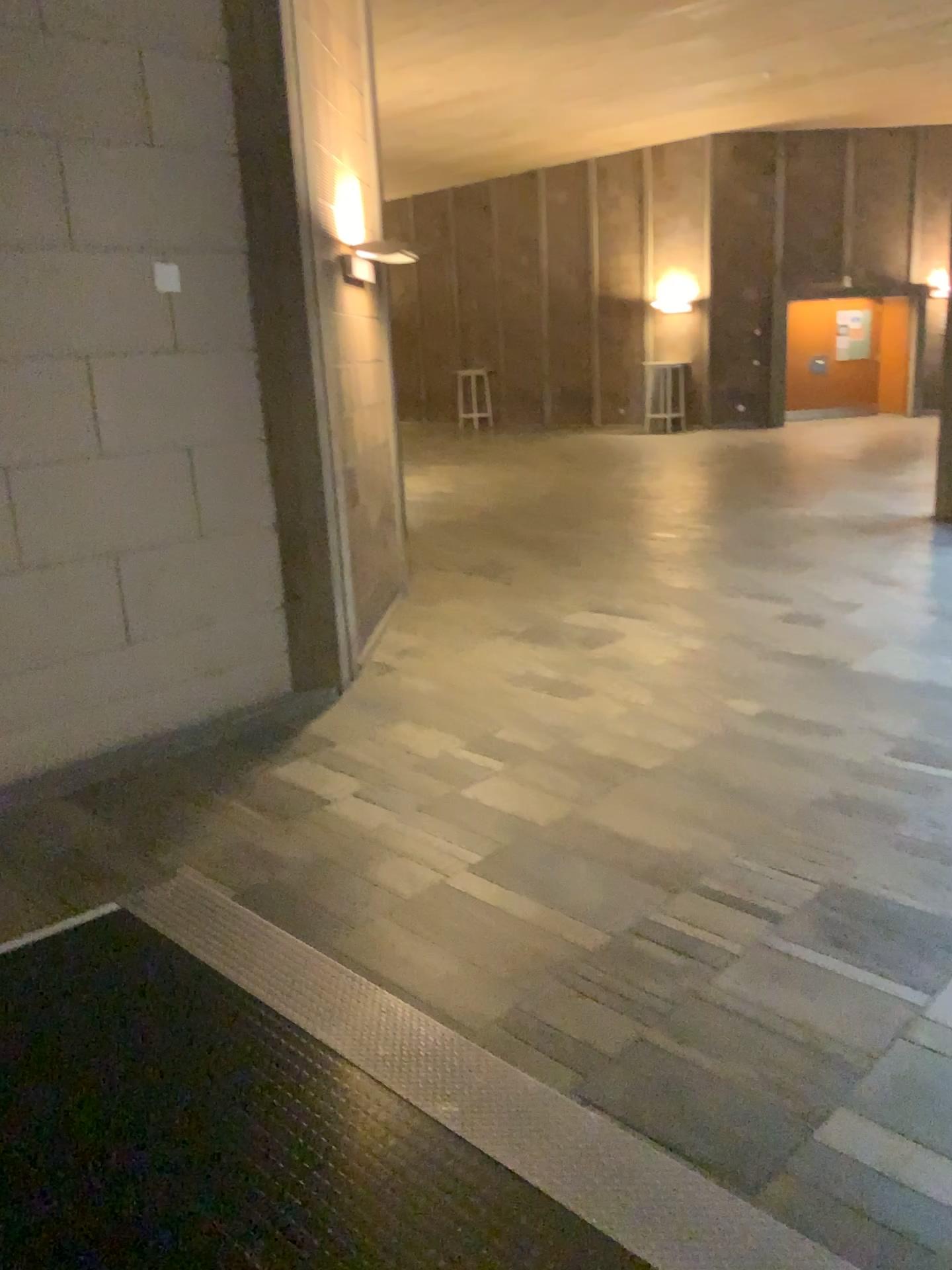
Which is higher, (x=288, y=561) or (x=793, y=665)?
(x=288, y=561)
